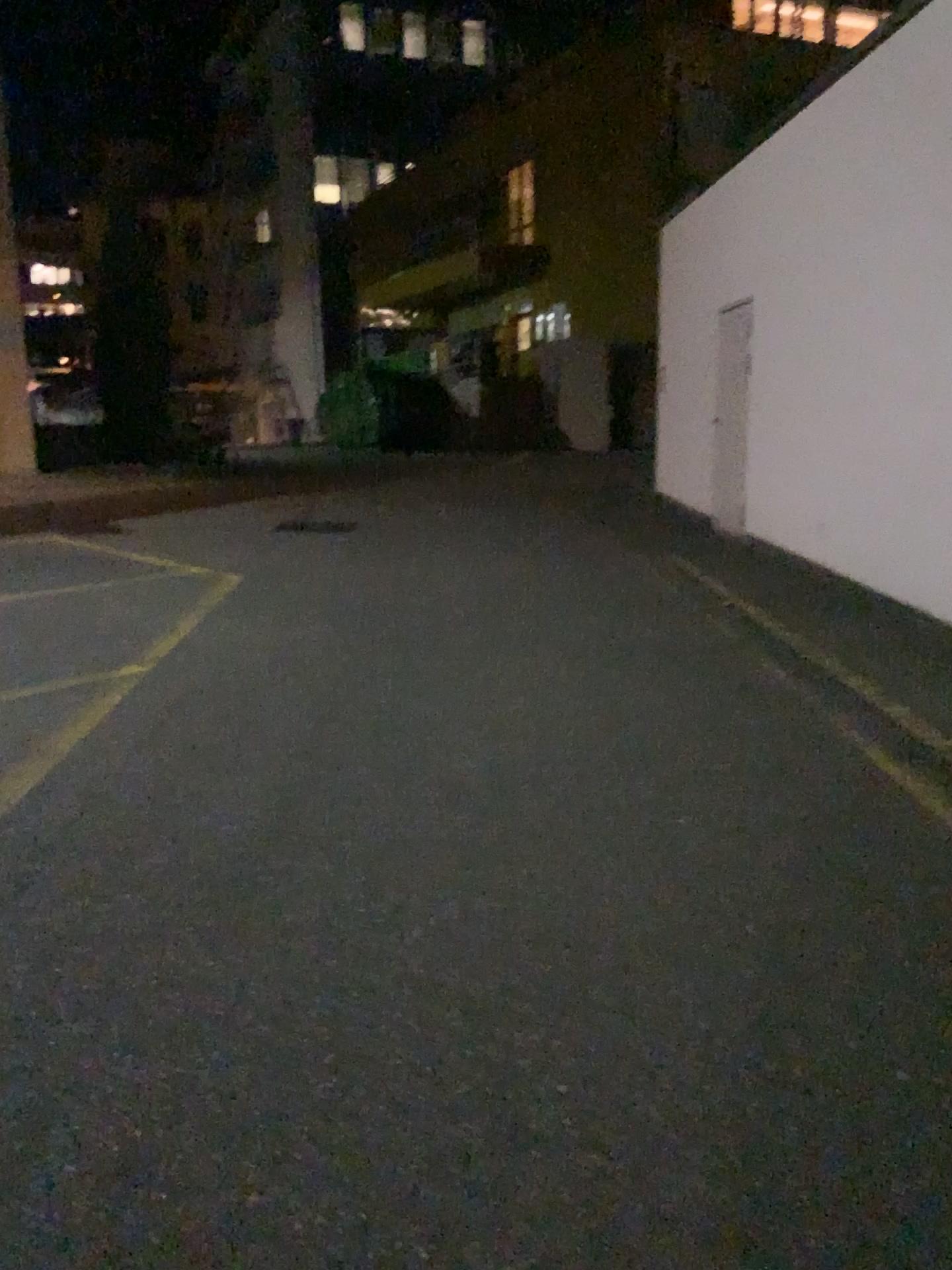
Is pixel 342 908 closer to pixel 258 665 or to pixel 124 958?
pixel 124 958
